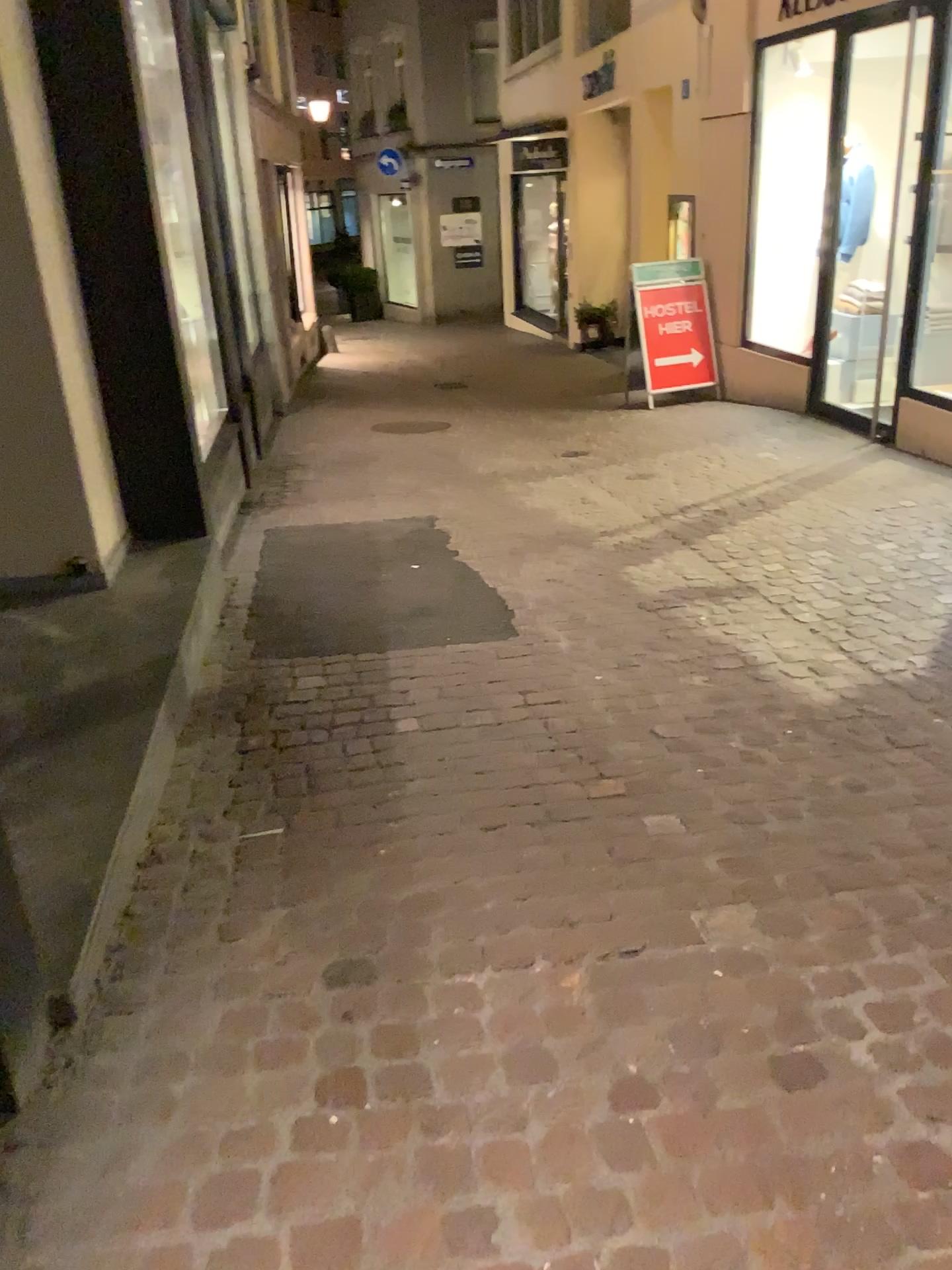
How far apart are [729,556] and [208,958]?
3.2 meters
